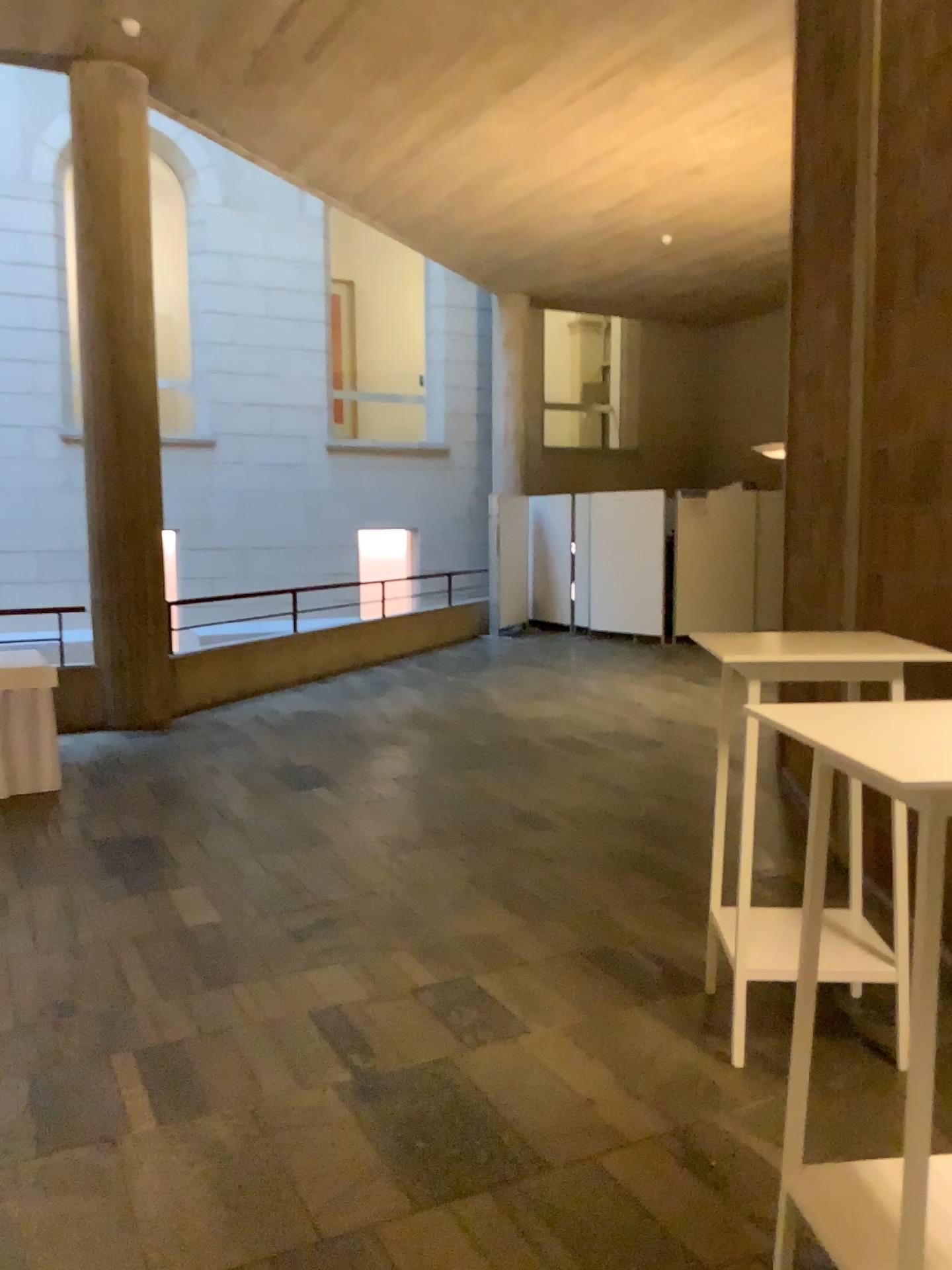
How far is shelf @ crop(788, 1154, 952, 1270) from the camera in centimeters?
176cm

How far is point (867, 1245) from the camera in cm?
176

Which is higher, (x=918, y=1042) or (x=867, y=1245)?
(x=918, y=1042)

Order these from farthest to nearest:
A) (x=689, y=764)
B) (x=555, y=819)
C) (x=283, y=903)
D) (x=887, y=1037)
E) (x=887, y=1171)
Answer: (x=689, y=764), (x=555, y=819), (x=283, y=903), (x=887, y=1037), (x=887, y=1171)
